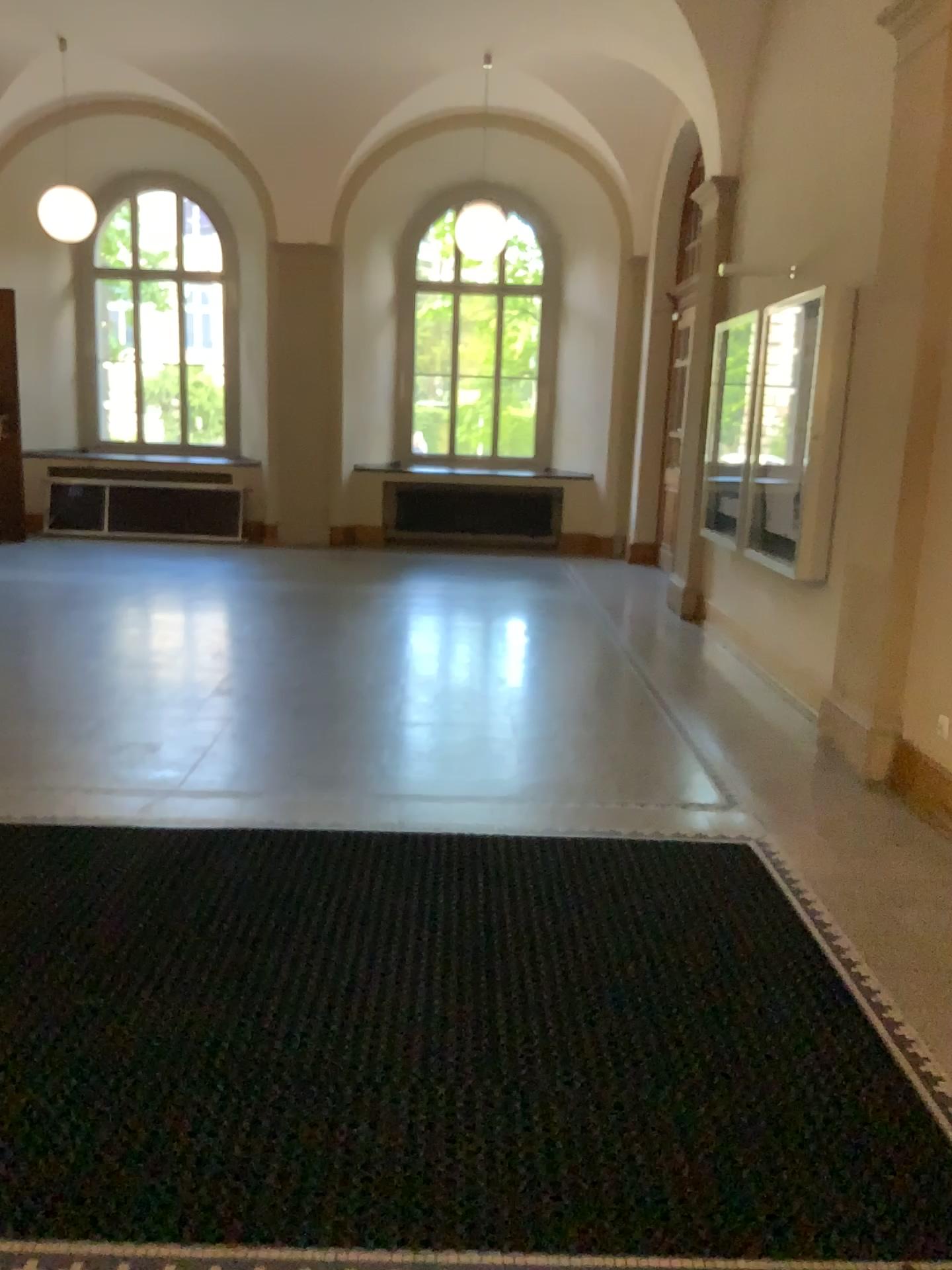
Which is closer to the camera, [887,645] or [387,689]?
[887,645]
